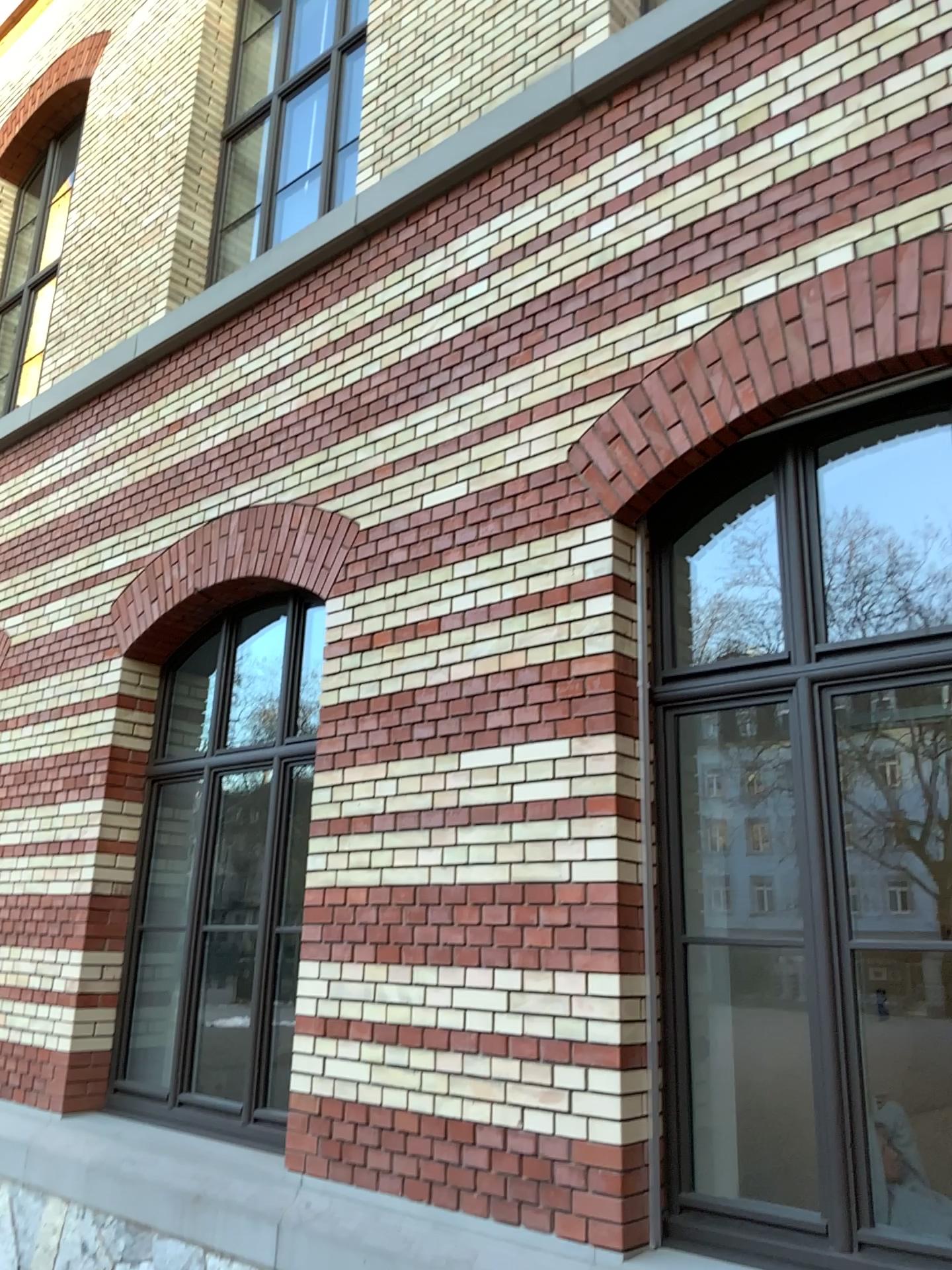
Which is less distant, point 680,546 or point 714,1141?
point 714,1141

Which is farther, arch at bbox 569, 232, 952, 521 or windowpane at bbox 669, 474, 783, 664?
windowpane at bbox 669, 474, 783, 664

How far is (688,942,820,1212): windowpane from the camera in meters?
3.7

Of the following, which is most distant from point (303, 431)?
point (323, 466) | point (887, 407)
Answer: point (887, 407)

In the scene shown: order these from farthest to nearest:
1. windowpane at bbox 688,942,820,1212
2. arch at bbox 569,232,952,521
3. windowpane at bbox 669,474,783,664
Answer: windowpane at bbox 669,474,783,664 < windowpane at bbox 688,942,820,1212 < arch at bbox 569,232,952,521

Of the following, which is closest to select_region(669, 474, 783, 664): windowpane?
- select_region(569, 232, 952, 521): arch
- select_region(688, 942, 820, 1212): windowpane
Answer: select_region(569, 232, 952, 521): arch

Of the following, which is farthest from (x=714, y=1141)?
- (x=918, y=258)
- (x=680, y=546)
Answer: (x=918, y=258)

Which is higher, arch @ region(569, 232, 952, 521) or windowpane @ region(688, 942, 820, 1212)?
arch @ region(569, 232, 952, 521)

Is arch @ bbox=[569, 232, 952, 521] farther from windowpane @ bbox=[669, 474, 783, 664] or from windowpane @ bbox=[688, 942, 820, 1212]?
windowpane @ bbox=[688, 942, 820, 1212]

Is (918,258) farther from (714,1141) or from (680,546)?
(714,1141)
